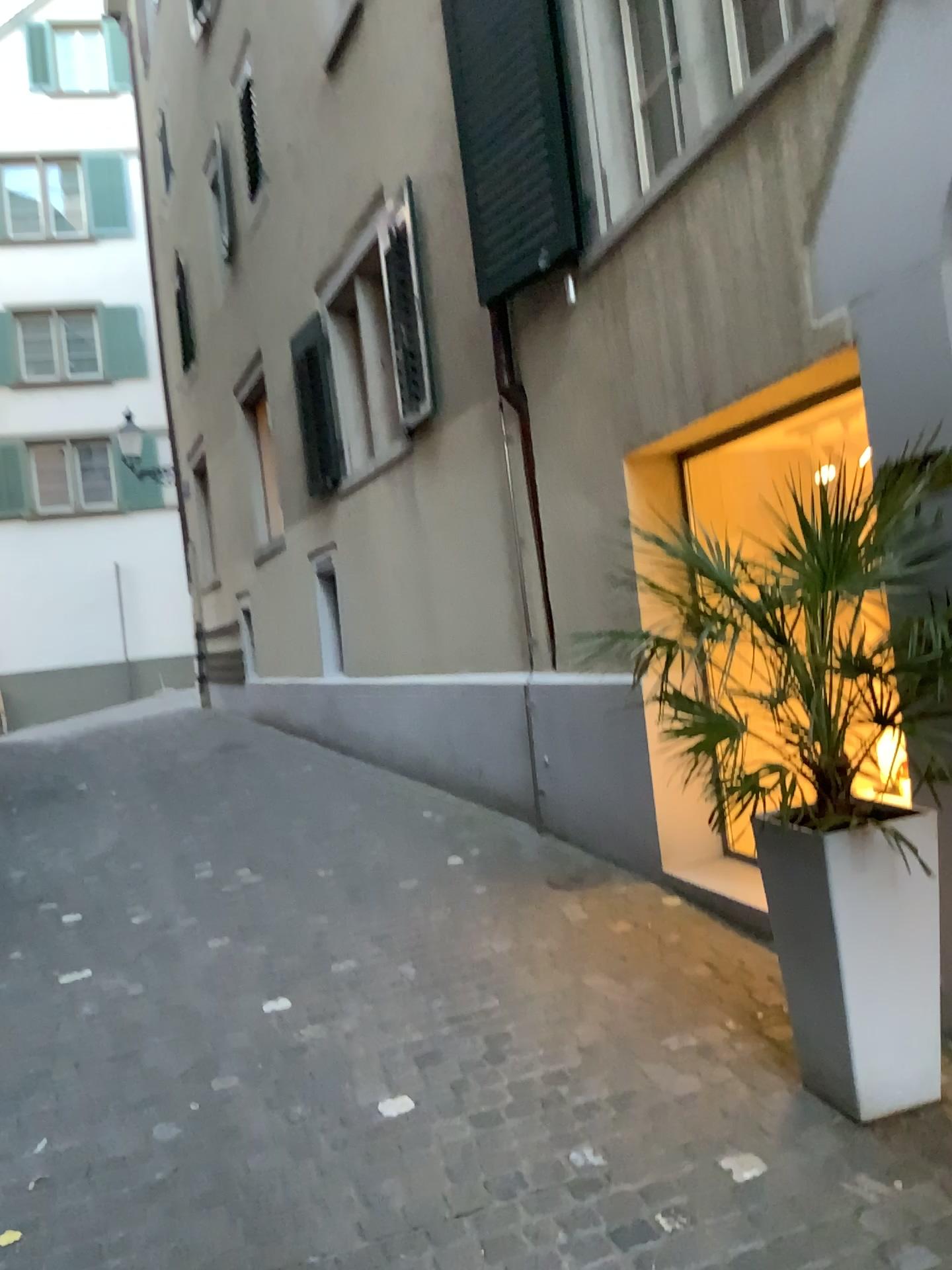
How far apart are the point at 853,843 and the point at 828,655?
0.50m

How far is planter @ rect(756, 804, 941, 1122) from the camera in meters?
2.5

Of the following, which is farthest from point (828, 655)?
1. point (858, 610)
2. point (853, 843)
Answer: point (853, 843)

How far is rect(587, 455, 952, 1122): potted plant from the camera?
2.3m

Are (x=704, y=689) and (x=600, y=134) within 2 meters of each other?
no

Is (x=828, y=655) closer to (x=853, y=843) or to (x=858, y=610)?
(x=858, y=610)
